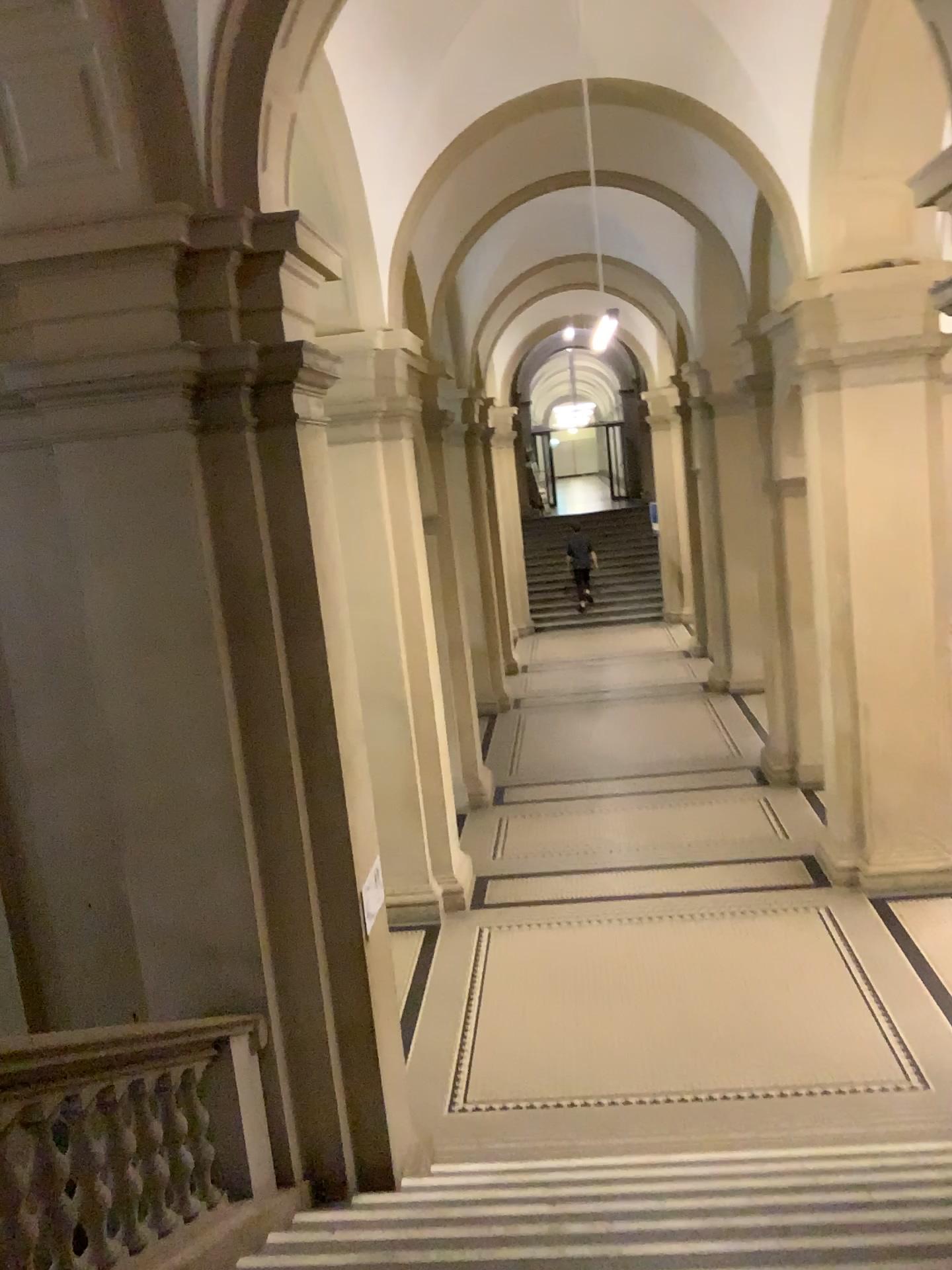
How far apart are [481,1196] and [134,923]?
1.84m
